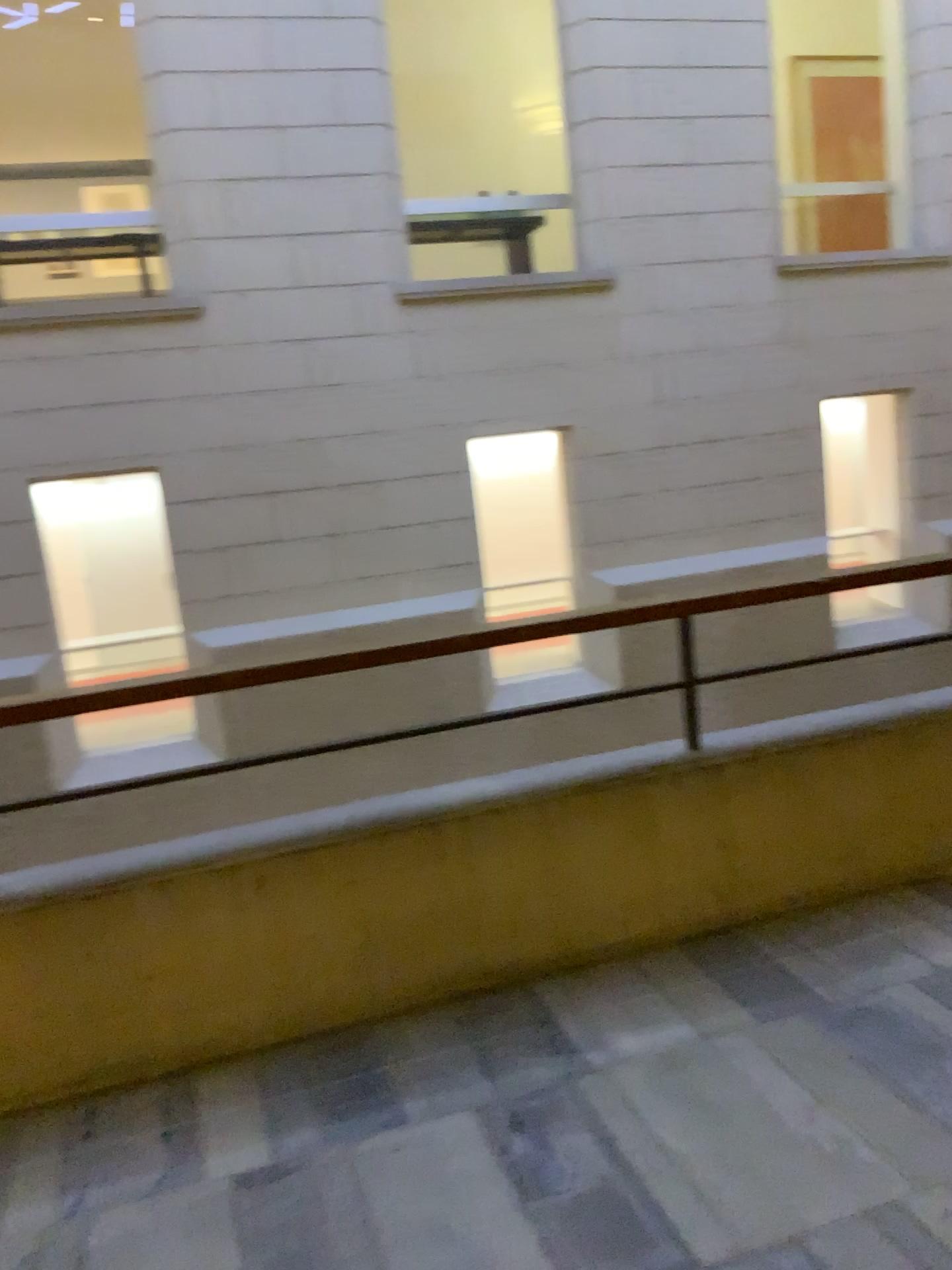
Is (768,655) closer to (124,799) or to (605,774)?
(605,774)
